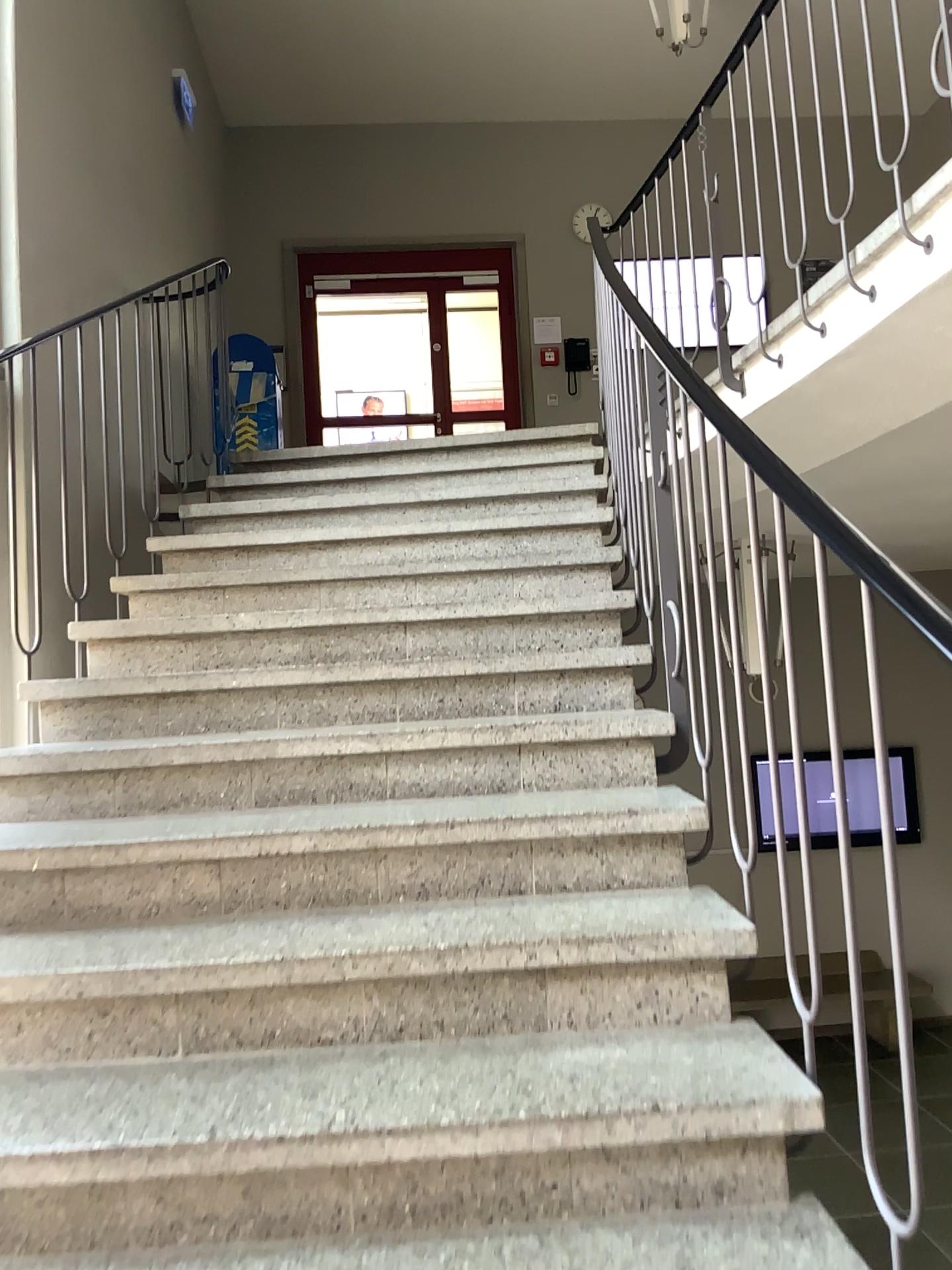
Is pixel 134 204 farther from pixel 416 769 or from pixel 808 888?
pixel 808 888
